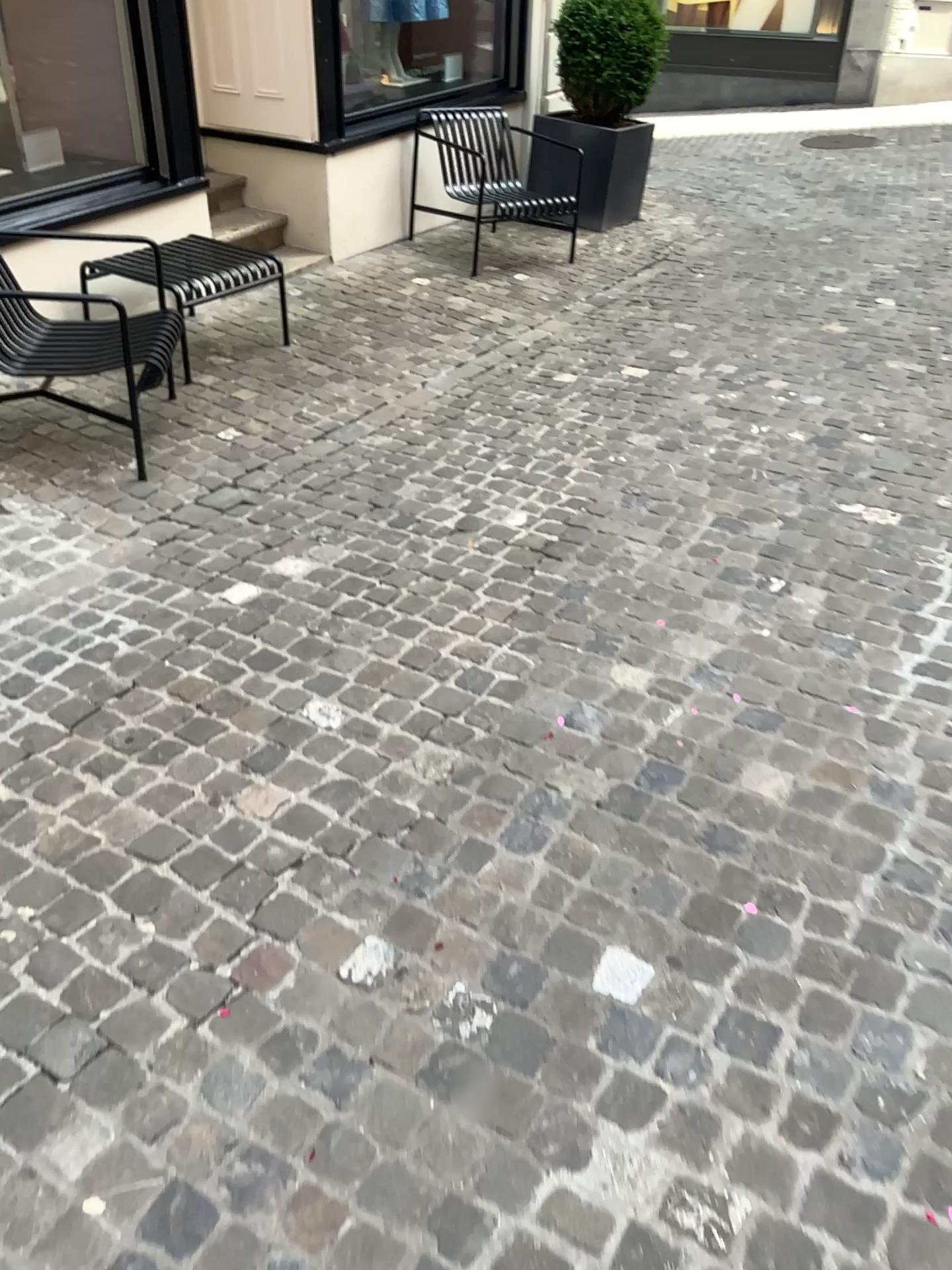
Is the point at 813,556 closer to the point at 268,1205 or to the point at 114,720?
the point at 114,720
